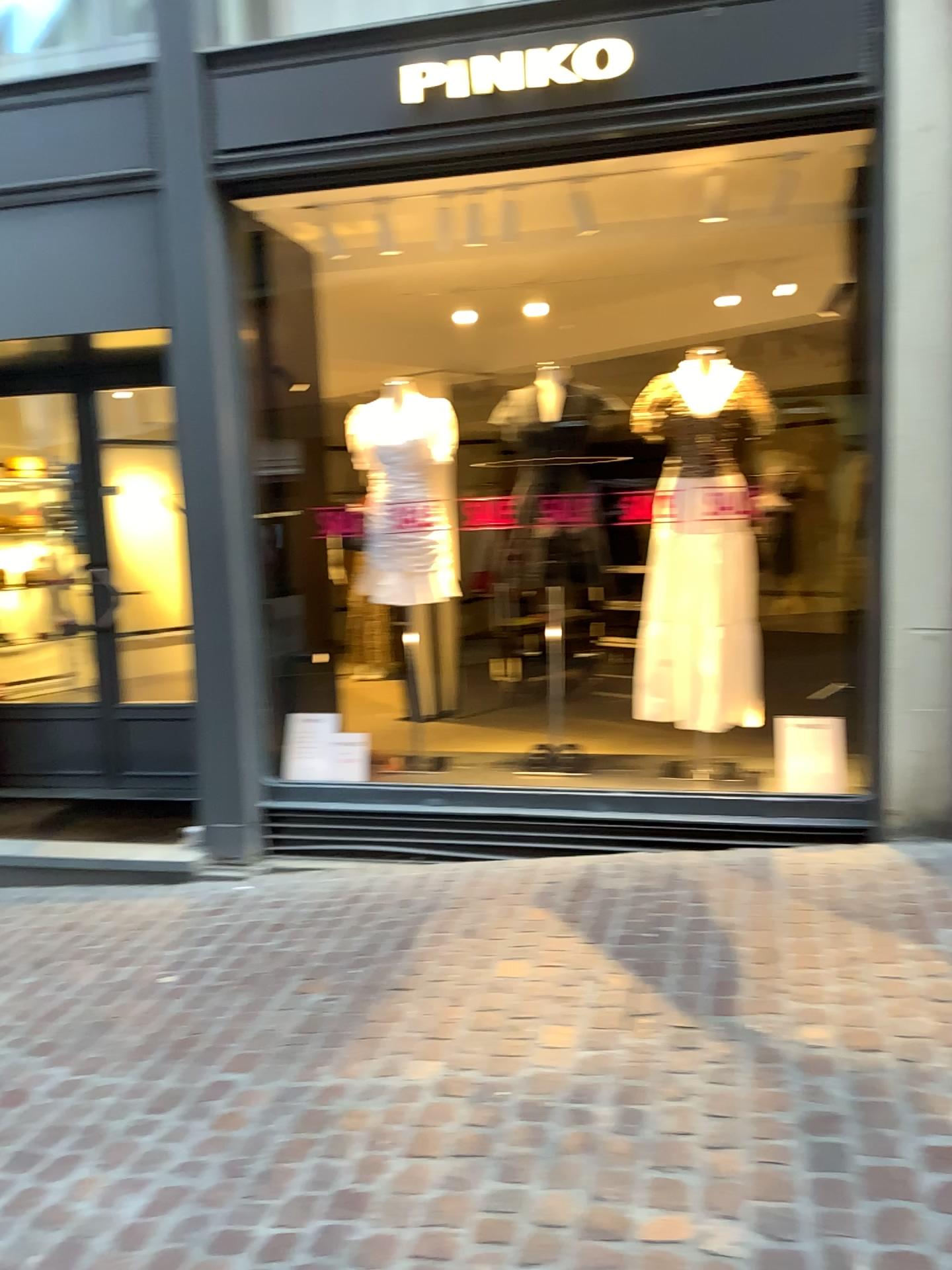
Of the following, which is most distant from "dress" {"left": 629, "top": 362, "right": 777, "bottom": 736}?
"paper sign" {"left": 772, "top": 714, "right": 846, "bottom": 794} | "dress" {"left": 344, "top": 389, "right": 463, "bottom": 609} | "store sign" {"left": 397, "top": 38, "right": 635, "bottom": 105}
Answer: "store sign" {"left": 397, "top": 38, "right": 635, "bottom": 105}

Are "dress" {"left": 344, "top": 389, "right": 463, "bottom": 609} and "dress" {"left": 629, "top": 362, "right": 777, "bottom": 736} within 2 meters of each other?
yes

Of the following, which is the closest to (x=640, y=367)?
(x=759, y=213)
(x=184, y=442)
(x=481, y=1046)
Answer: (x=759, y=213)

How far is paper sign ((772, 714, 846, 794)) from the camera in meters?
4.0

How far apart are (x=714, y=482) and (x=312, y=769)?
2.1m

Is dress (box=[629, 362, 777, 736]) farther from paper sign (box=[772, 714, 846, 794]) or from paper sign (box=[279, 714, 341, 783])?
paper sign (box=[279, 714, 341, 783])

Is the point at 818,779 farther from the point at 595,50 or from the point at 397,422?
the point at 595,50

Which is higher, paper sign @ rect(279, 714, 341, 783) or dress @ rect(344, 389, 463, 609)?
dress @ rect(344, 389, 463, 609)

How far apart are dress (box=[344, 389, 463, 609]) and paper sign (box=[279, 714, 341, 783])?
0.6 meters

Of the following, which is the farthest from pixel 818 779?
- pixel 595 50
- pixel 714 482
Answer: pixel 595 50
